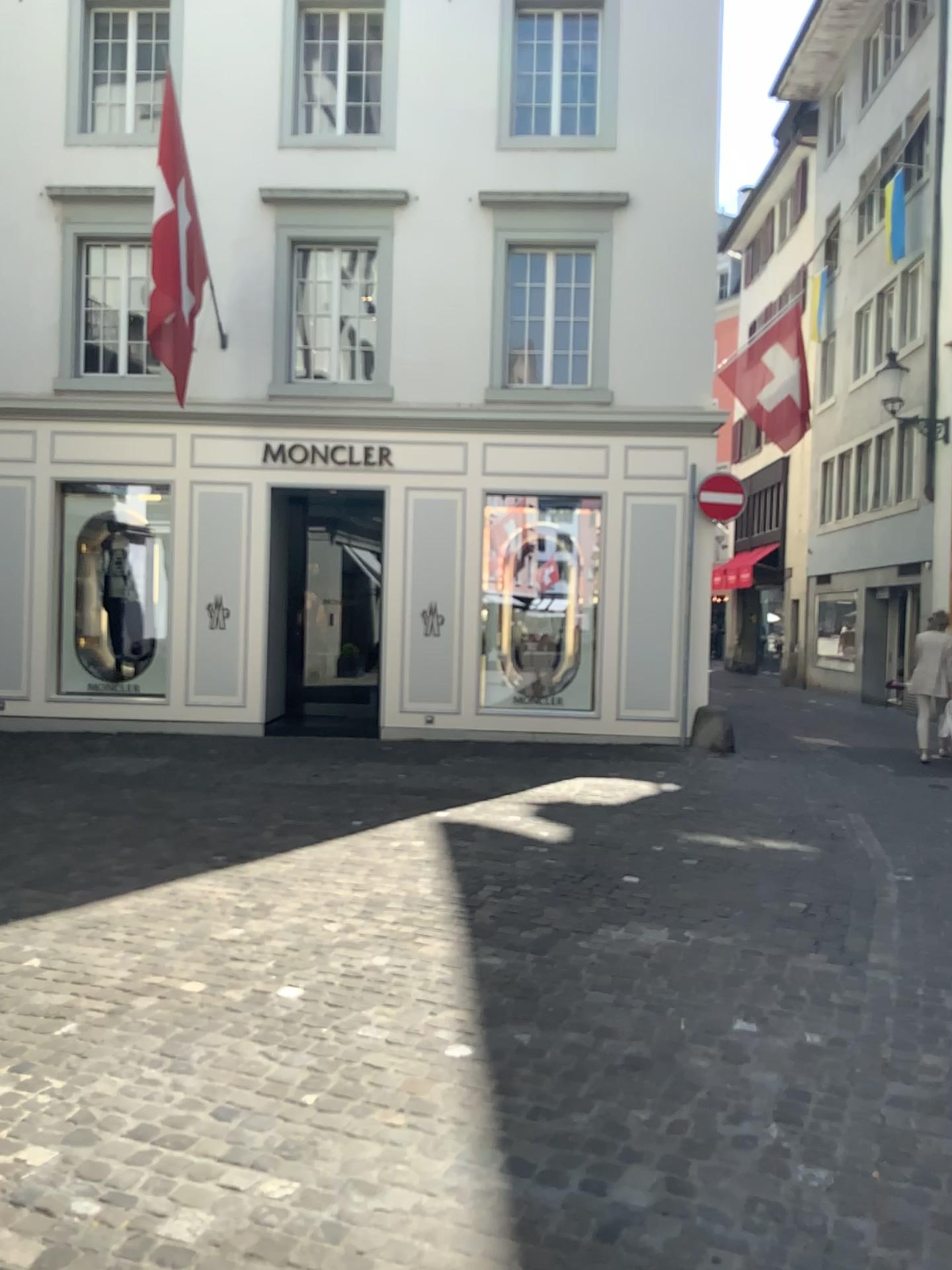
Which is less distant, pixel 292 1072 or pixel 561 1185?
pixel 561 1185
